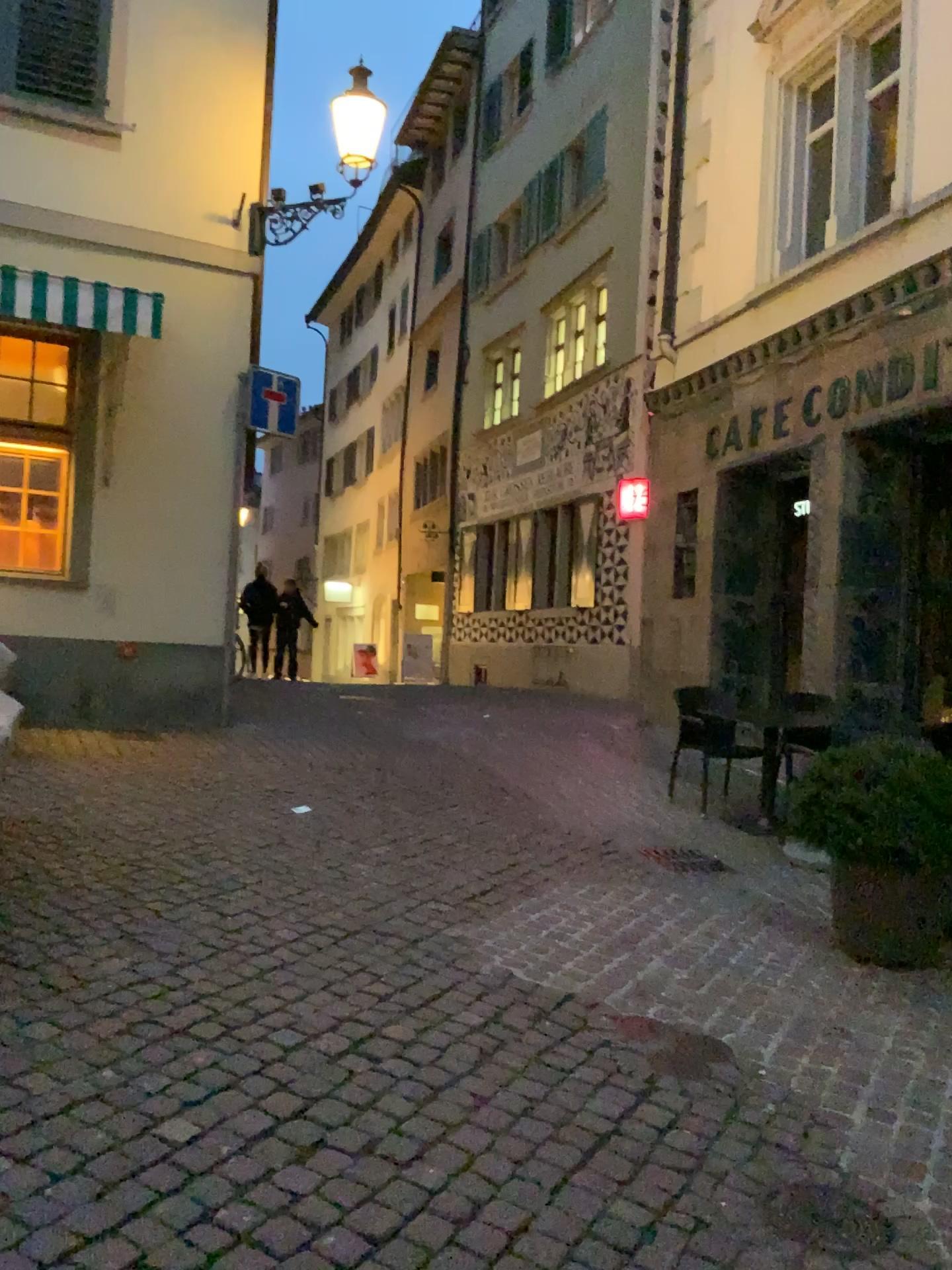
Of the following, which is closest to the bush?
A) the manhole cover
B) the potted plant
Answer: the potted plant

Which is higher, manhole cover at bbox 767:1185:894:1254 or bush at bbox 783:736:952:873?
bush at bbox 783:736:952:873

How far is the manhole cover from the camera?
2.4m

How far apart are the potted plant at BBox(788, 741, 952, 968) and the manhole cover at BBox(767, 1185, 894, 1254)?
1.8 meters

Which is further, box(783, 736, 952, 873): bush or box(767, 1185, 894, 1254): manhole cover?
box(783, 736, 952, 873): bush

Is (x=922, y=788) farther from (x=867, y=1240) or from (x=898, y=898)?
(x=867, y=1240)

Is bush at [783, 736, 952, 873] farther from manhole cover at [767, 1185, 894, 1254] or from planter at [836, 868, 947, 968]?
manhole cover at [767, 1185, 894, 1254]

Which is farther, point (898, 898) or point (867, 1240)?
point (898, 898)

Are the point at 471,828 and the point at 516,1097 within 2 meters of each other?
no

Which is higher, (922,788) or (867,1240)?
(922,788)
